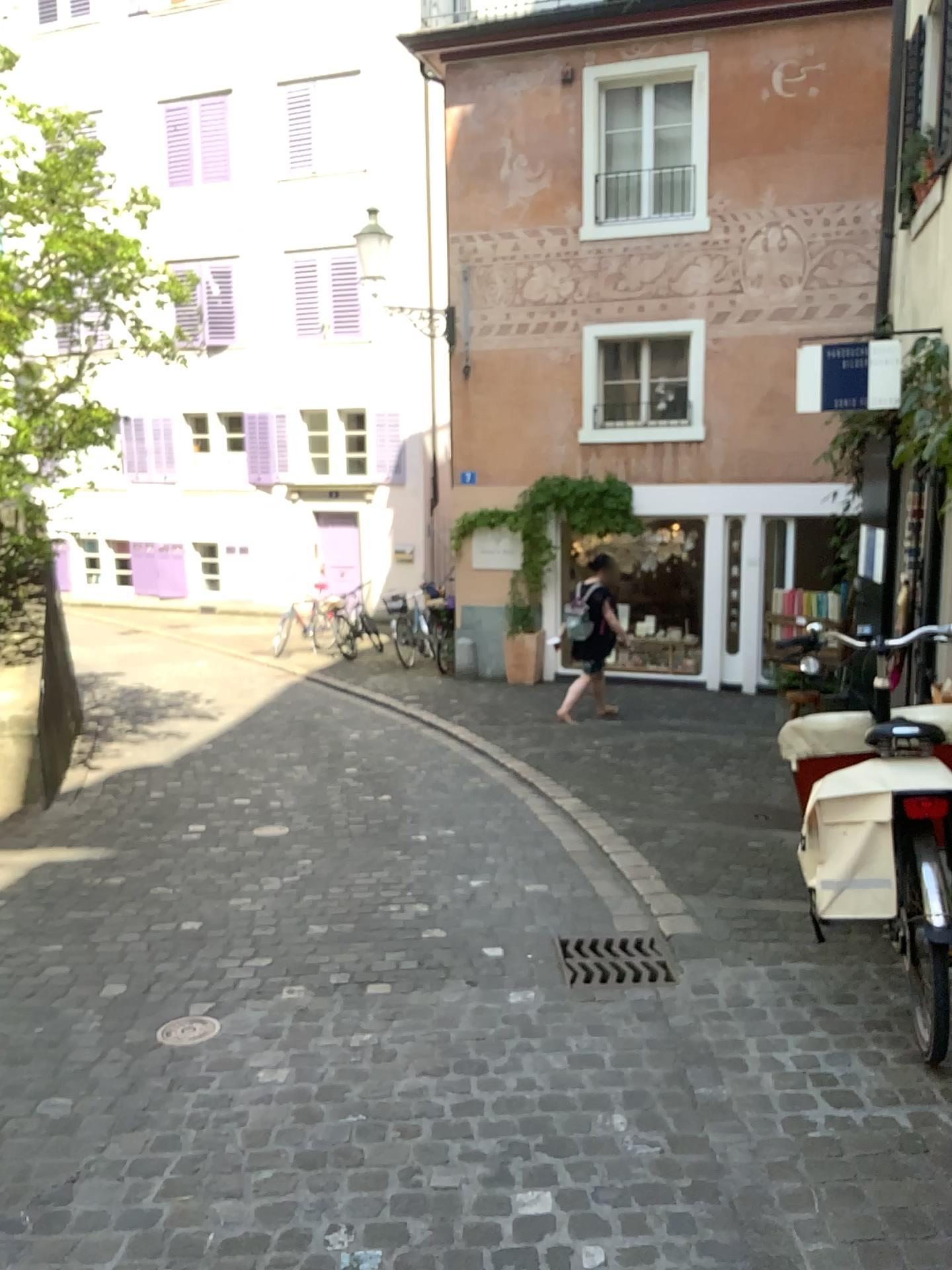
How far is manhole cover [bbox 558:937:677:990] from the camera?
3.6 meters

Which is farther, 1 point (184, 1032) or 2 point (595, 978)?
2 point (595, 978)

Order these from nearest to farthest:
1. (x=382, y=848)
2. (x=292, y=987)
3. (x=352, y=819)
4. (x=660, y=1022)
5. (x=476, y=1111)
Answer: (x=476, y=1111) < (x=660, y=1022) < (x=292, y=987) < (x=382, y=848) < (x=352, y=819)

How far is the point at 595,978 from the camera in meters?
3.6

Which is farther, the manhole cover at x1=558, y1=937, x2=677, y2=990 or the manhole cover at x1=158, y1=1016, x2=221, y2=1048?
the manhole cover at x1=558, y1=937, x2=677, y2=990
